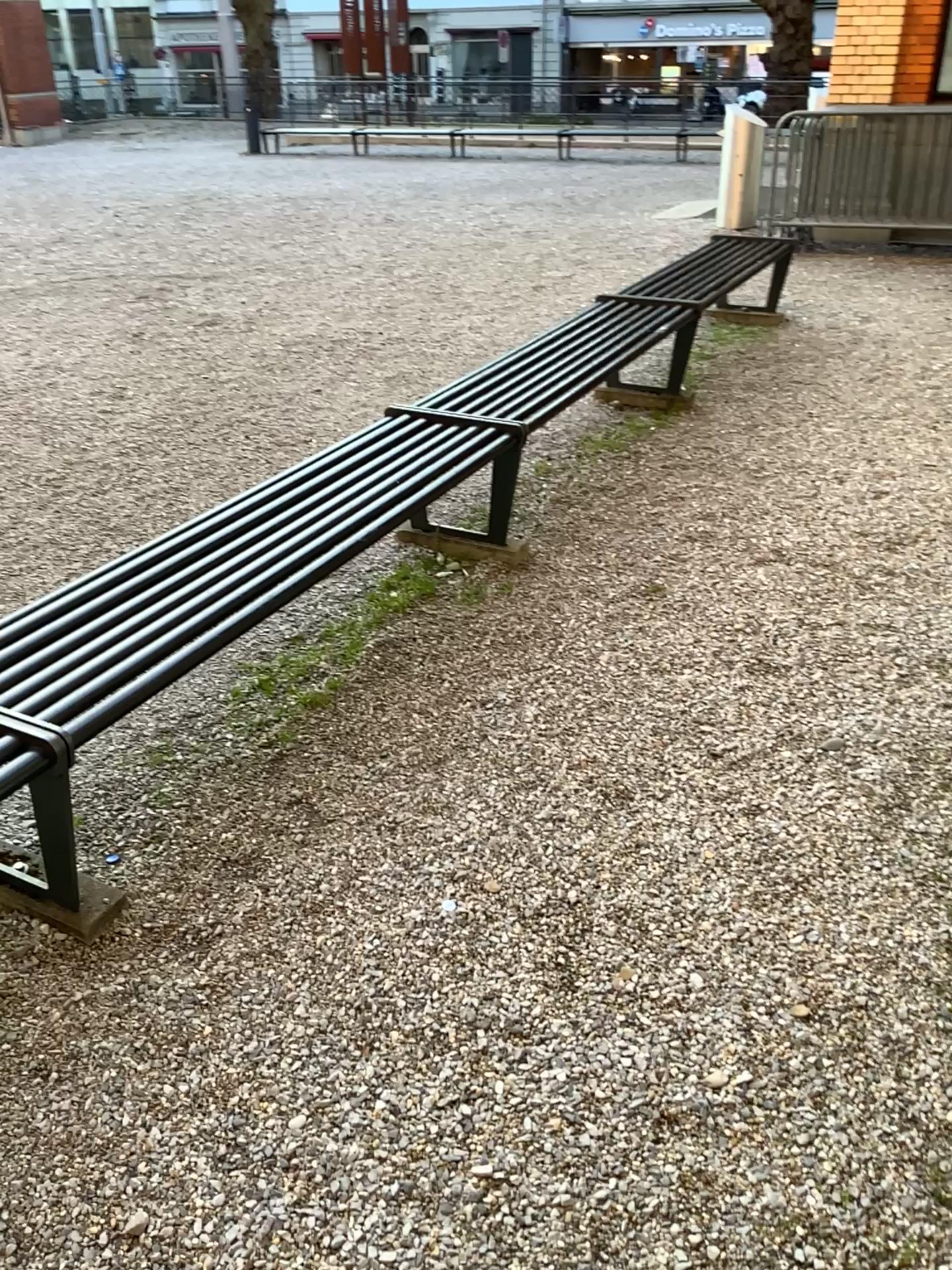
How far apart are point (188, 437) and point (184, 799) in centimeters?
262cm
